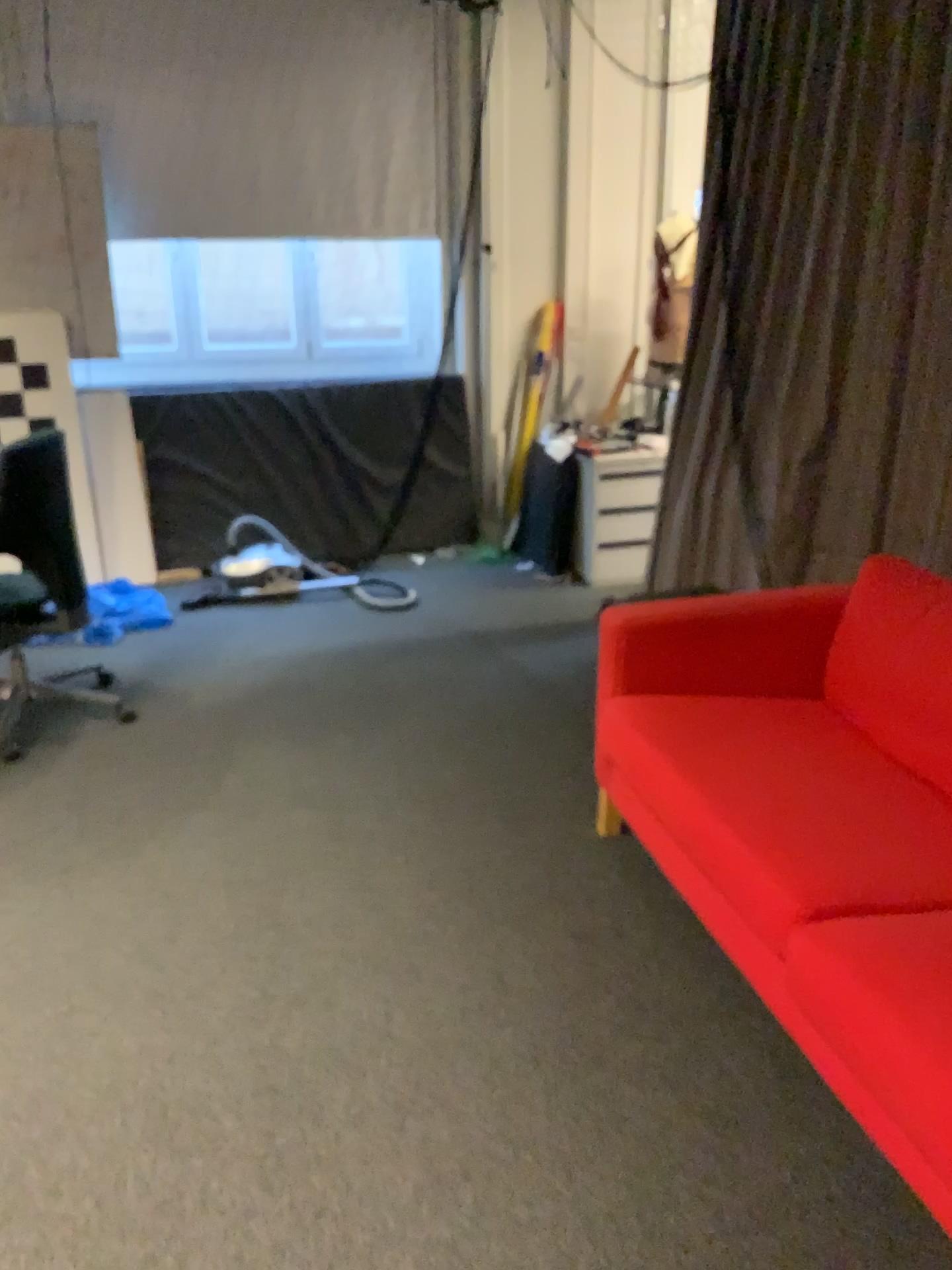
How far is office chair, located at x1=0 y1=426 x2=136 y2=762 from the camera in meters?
3.3

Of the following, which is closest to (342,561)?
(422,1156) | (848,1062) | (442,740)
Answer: (442,740)

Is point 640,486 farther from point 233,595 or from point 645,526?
point 233,595

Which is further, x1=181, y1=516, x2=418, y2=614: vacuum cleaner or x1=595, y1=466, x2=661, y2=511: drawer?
x1=595, y1=466, x2=661, y2=511: drawer

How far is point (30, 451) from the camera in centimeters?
330cm

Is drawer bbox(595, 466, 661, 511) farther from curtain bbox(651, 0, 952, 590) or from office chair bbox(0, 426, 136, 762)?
office chair bbox(0, 426, 136, 762)

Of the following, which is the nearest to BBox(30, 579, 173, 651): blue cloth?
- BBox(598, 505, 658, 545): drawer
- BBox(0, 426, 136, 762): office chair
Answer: BBox(0, 426, 136, 762): office chair

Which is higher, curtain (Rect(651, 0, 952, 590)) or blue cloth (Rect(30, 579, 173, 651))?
curtain (Rect(651, 0, 952, 590))

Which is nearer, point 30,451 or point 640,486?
point 30,451

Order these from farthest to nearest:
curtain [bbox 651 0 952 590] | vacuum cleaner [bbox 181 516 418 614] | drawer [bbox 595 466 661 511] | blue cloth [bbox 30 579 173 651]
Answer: drawer [bbox 595 466 661 511], vacuum cleaner [bbox 181 516 418 614], blue cloth [bbox 30 579 173 651], curtain [bbox 651 0 952 590]
